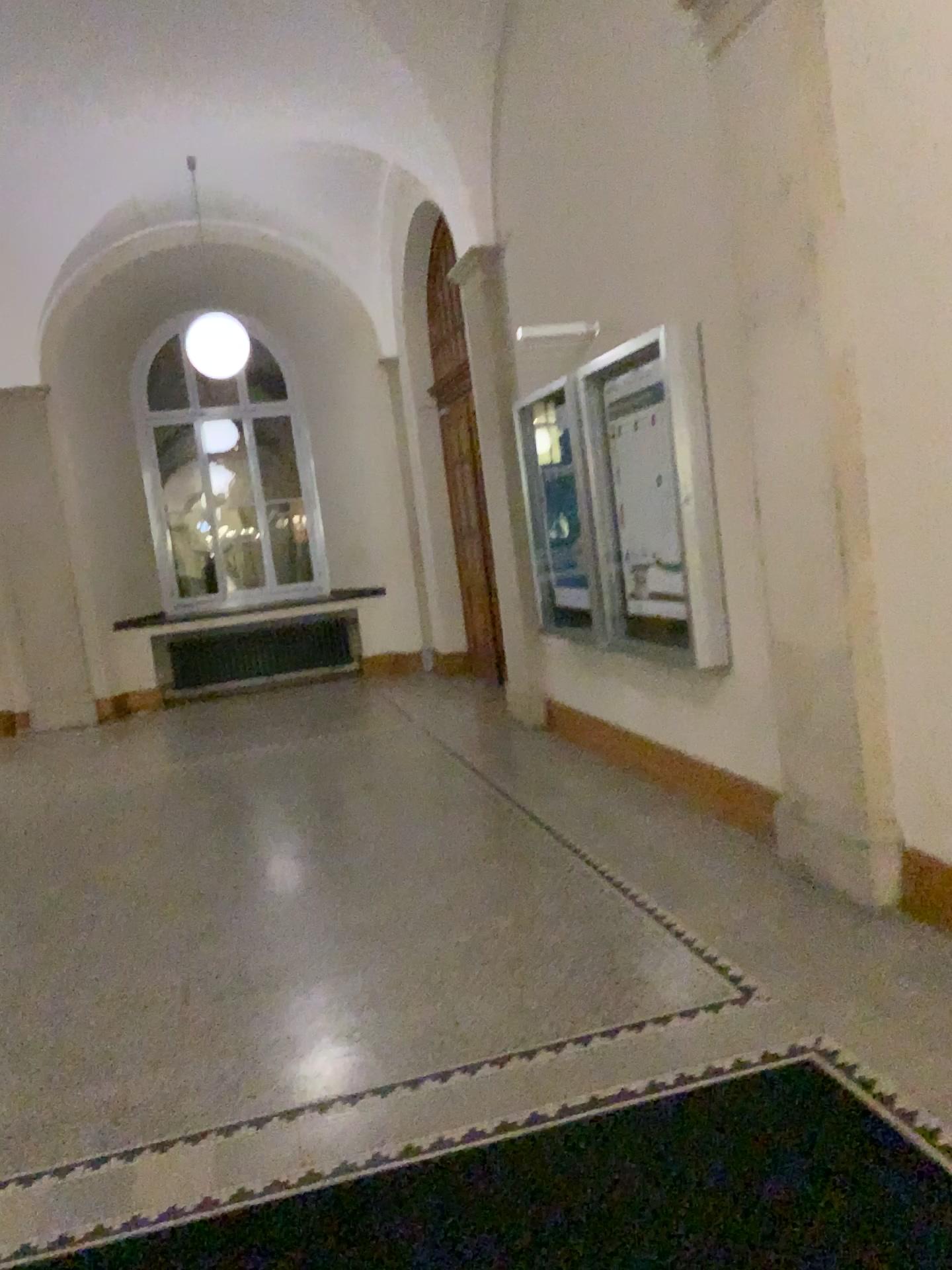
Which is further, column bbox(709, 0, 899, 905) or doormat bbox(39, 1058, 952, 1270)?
column bbox(709, 0, 899, 905)

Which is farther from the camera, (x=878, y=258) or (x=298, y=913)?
(x=298, y=913)

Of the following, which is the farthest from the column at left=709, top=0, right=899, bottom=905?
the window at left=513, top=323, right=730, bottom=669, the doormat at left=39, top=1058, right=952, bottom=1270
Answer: the doormat at left=39, top=1058, right=952, bottom=1270

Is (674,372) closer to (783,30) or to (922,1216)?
(783,30)

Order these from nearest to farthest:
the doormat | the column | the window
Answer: the doormat → the column → the window

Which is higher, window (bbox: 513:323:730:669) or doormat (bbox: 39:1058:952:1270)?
window (bbox: 513:323:730:669)

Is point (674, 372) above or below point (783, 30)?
below

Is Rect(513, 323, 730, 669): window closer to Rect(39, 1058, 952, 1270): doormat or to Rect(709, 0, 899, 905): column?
Rect(709, 0, 899, 905): column

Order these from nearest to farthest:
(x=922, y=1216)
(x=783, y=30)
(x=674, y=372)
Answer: (x=922, y=1216), (x=783, y=30), (x=674, y=372)
